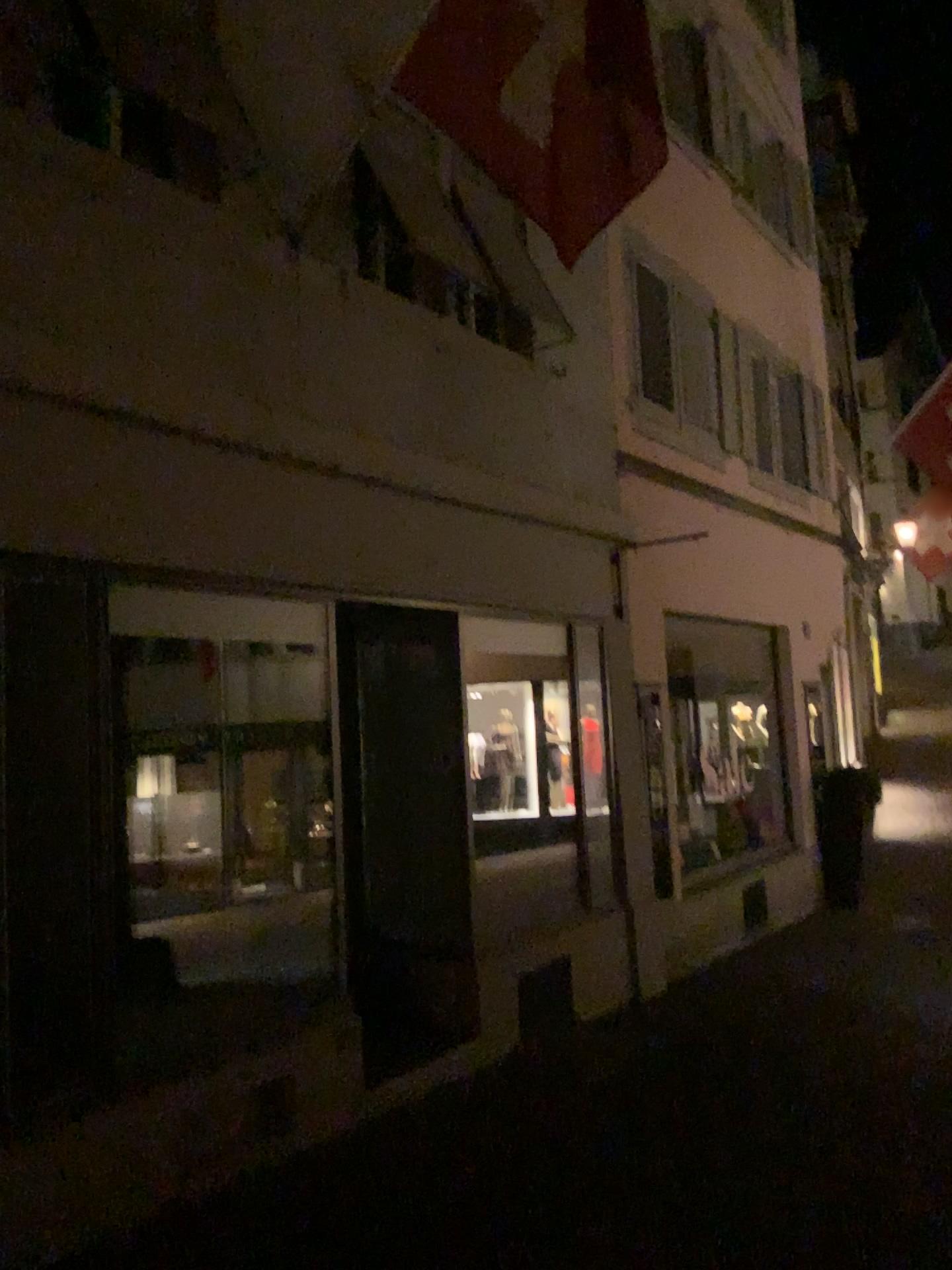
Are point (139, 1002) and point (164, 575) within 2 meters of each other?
yes
